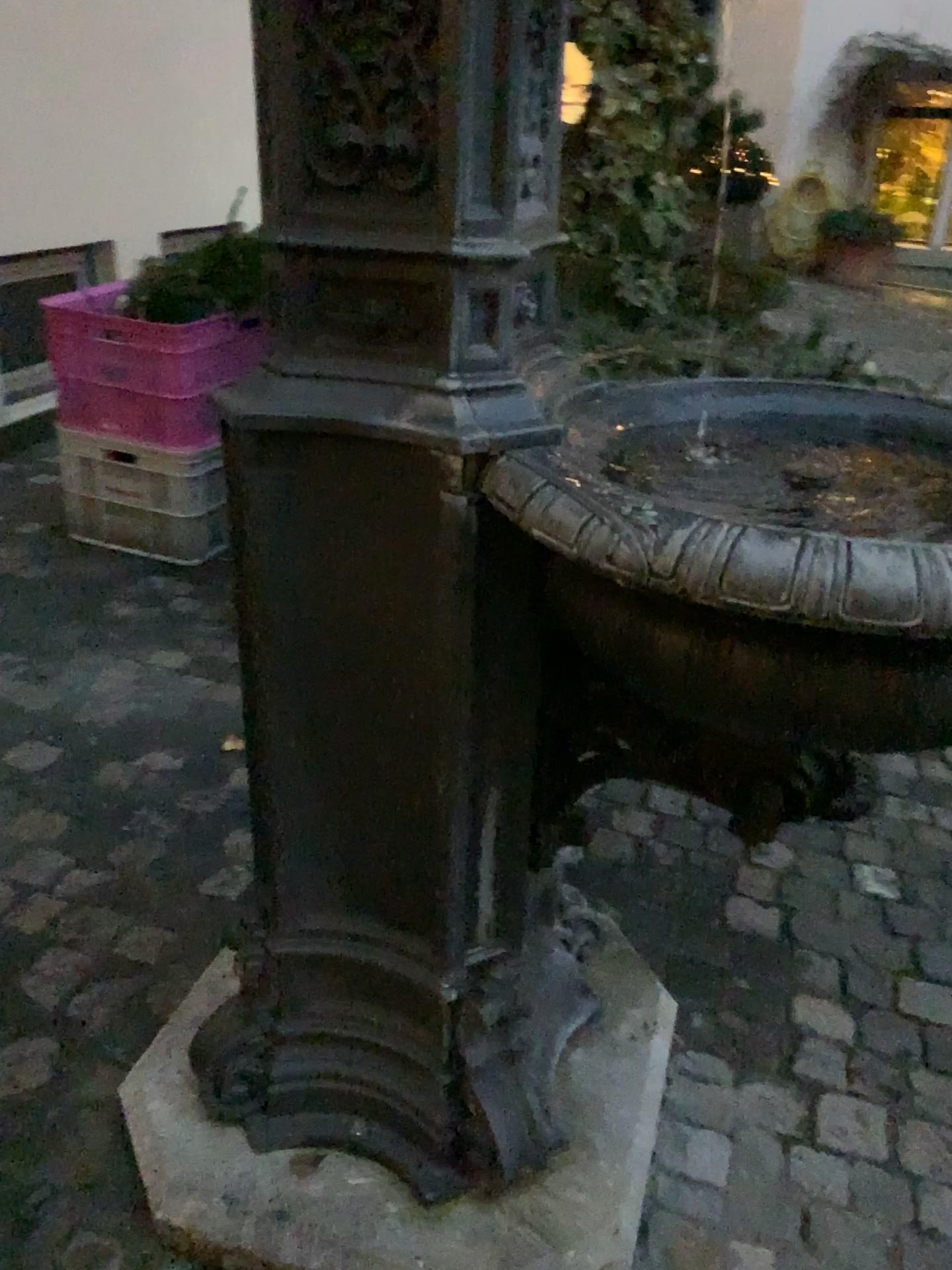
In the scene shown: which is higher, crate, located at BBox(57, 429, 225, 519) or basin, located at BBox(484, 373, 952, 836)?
basin, located at BBox(484, 373, 952, 836)

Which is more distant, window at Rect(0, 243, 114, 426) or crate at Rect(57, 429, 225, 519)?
window at Rect(0, 243, 114, 426)

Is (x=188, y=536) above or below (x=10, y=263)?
below

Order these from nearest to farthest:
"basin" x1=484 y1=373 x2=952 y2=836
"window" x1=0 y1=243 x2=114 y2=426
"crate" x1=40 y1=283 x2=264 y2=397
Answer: "basin" x1=484 y1=373 x2=952 y2=836 → "crate" x1=40 y1=283 x2=264 y2=397 → "window" x1=0 y1=243 x2=114 y2=426

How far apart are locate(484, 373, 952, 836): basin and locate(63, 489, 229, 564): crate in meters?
2.1

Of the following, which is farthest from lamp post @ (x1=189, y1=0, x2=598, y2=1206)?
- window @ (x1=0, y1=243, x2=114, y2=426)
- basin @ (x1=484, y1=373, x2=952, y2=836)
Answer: window @ (x1=0, y1=243, x2=114, y2=426)

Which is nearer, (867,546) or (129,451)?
(867,546)

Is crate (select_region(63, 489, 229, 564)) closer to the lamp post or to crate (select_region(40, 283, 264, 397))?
crate (select_region(40, 283, 264, 397))

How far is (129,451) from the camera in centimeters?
314cm

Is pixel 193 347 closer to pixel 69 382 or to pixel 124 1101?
pixel 69 382
